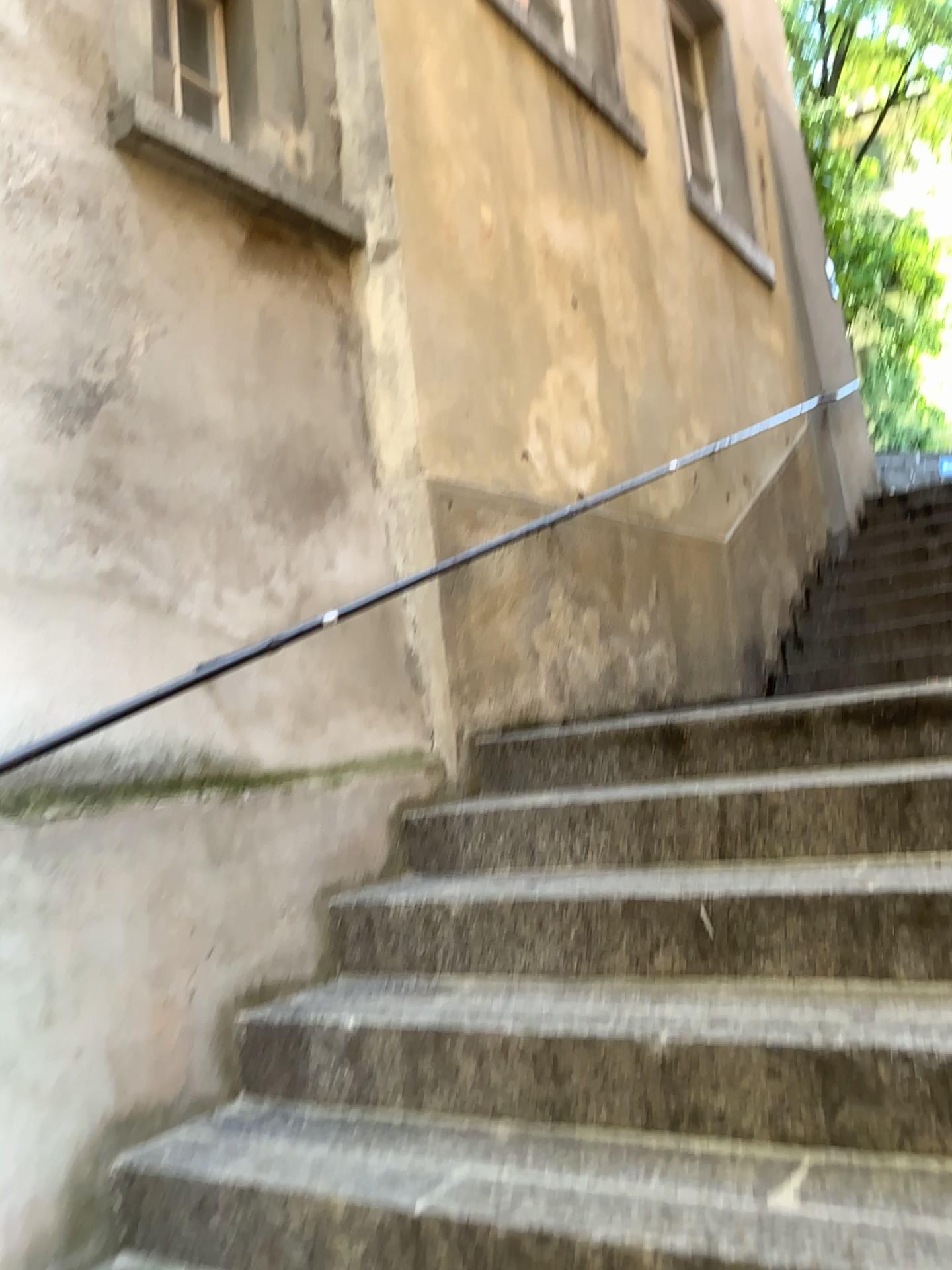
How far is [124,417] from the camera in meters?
2.4

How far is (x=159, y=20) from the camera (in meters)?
2.68

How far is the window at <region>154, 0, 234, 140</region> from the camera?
2.7m
